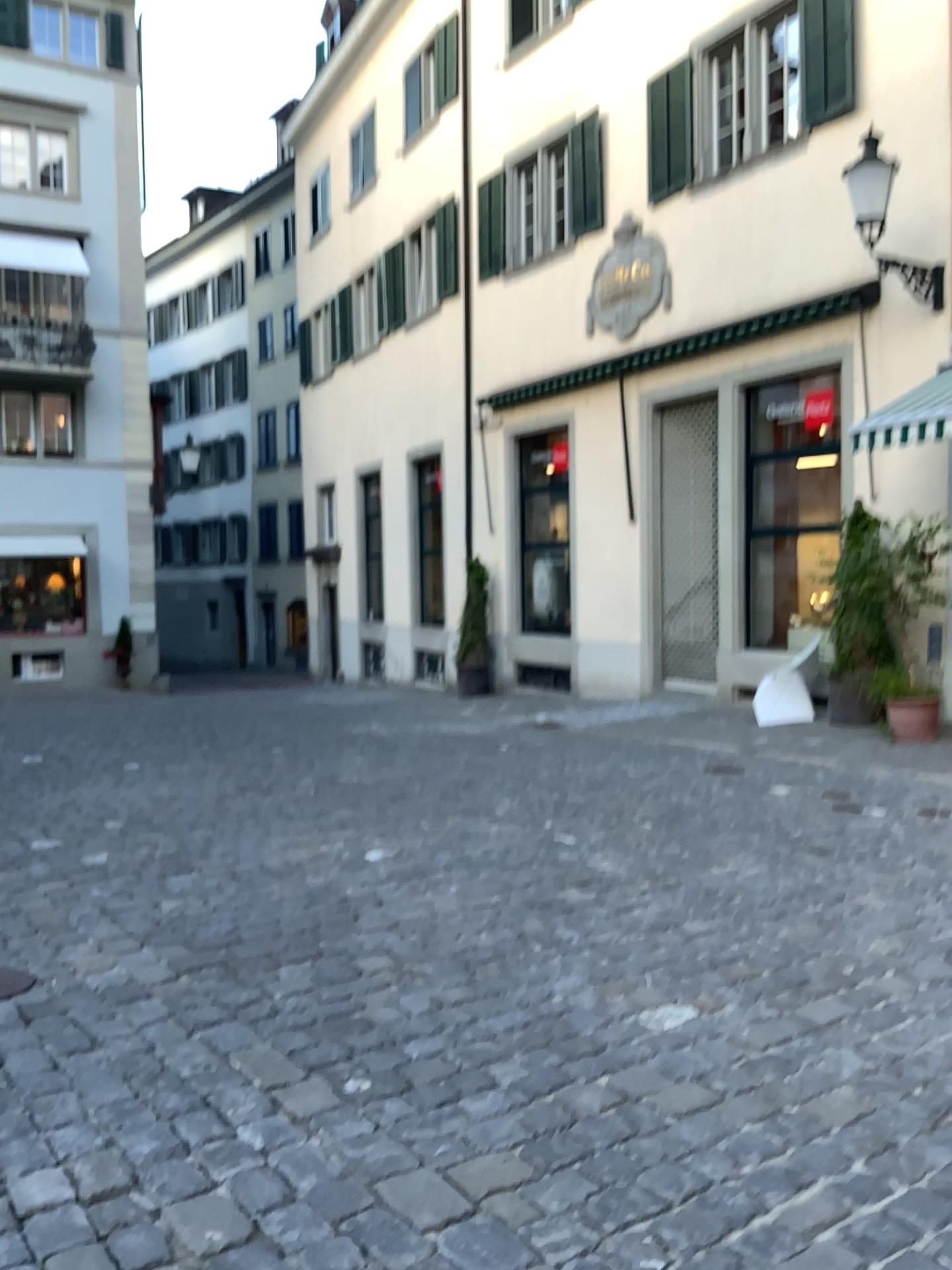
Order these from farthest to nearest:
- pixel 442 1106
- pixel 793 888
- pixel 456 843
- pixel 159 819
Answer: pixel 159 819
pixel 456 843
pixel 793 888
pixel 442 1106
